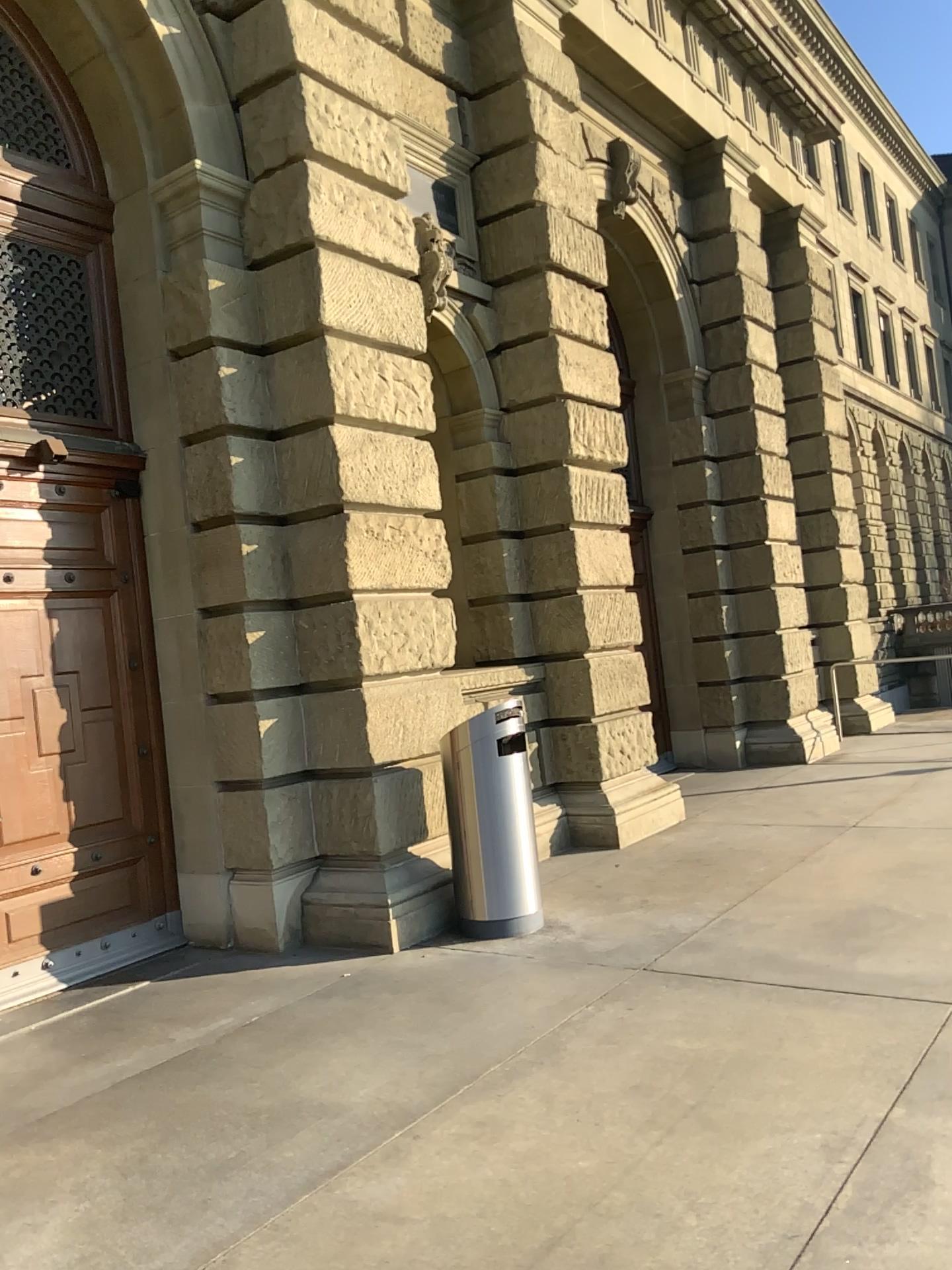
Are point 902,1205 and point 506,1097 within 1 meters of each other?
no
